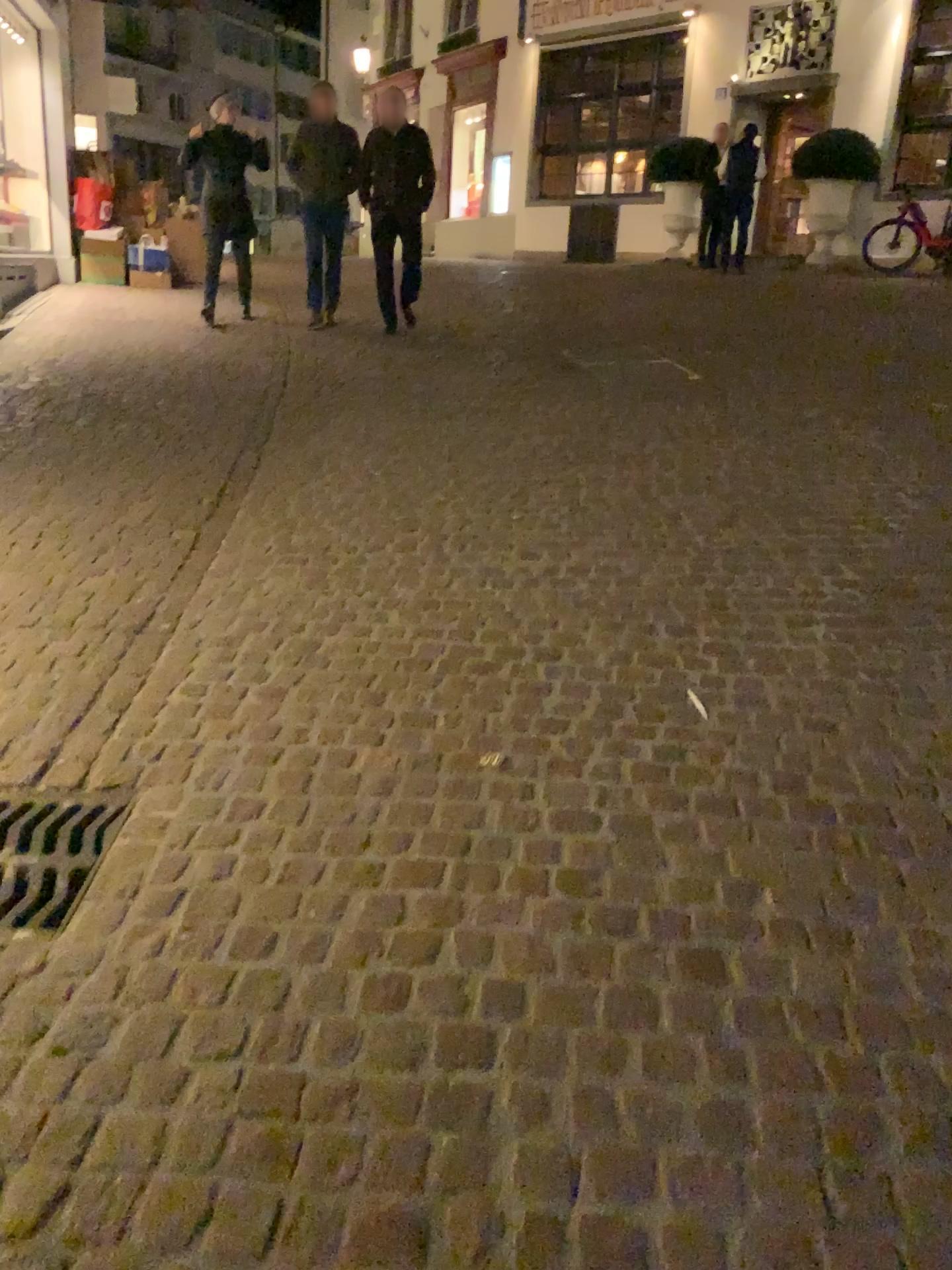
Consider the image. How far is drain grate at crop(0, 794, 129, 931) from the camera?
2.1 meters

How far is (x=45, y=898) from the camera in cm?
214

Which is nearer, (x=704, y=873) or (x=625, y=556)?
(x=704, y=873)
